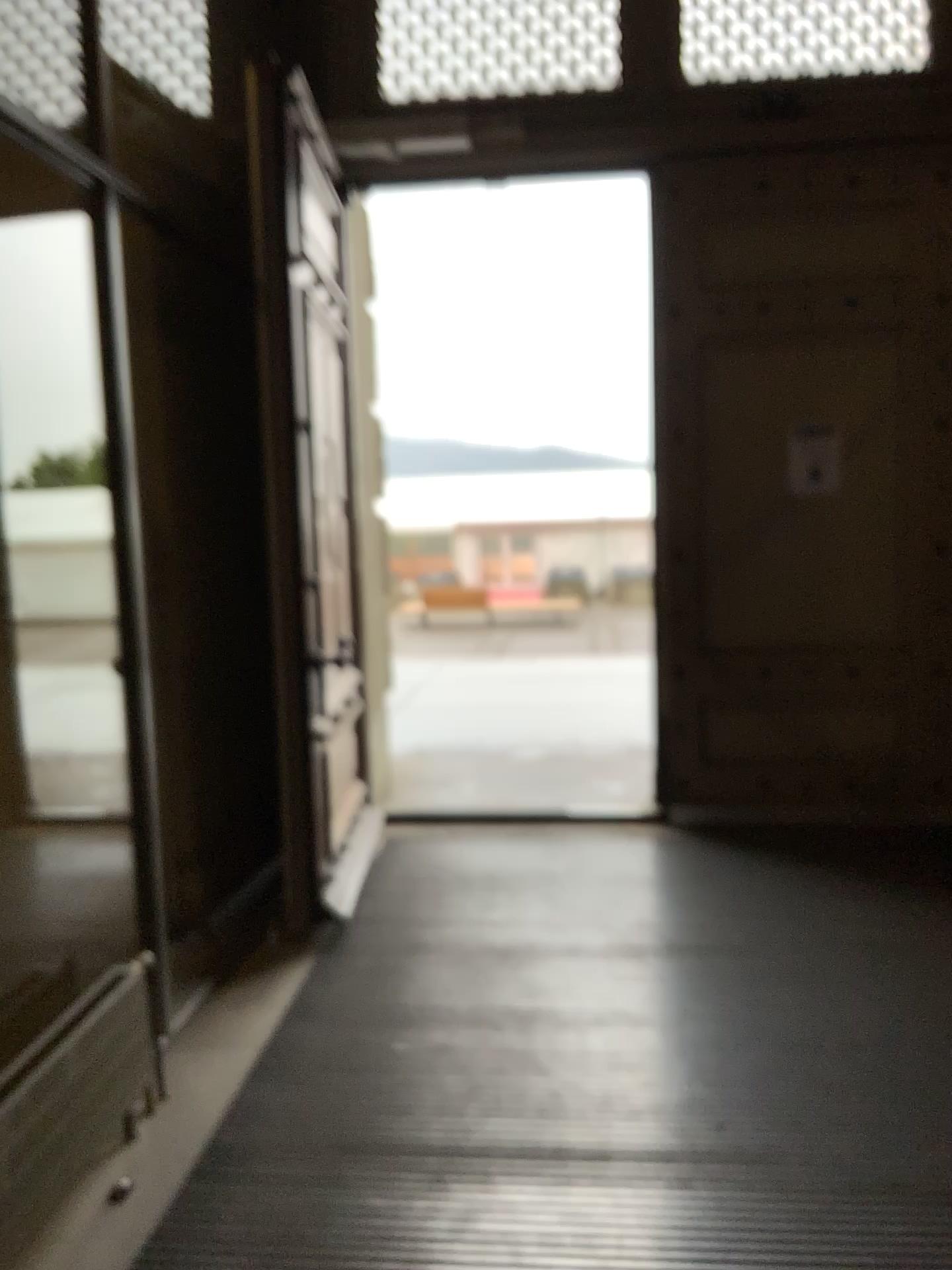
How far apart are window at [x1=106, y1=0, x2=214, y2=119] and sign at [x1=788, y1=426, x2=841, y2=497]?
2.7m

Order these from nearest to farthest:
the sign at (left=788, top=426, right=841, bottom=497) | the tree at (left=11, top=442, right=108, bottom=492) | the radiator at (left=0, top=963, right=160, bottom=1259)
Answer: the radiator at (left=0, top=963, right=160, bottom=1259) → the tree at (left=11, top=442, right=108, bottom=492) → the sign at (left=788, top=426, right=841, bottom=497)

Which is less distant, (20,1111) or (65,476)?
(20,1111)

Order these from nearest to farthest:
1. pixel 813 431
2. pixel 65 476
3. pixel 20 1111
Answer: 1. pixel 20 1111
2. pixel 65 476
3. pixel 813 431

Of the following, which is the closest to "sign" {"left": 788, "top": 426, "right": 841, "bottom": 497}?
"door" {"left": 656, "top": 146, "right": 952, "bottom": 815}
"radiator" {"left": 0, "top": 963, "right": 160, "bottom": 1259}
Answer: "door" {"left": 656, "top": 146, "right": 952, "bottom": 815}

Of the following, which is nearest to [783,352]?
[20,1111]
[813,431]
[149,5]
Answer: [813,431]

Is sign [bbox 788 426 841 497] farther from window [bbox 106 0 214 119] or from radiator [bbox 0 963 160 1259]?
radiator [bbox 0 963 160 1259]

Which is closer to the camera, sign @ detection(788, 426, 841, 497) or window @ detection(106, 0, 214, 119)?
window @ detection(106, 0, 214, 119)

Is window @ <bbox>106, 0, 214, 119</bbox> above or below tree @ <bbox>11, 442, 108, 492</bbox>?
above

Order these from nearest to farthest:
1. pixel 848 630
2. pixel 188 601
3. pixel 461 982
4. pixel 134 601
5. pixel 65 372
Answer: pixel 134 601 → pixel 461 982 → pixel 65 372 → pixel 188 601 → pixel 848 630
